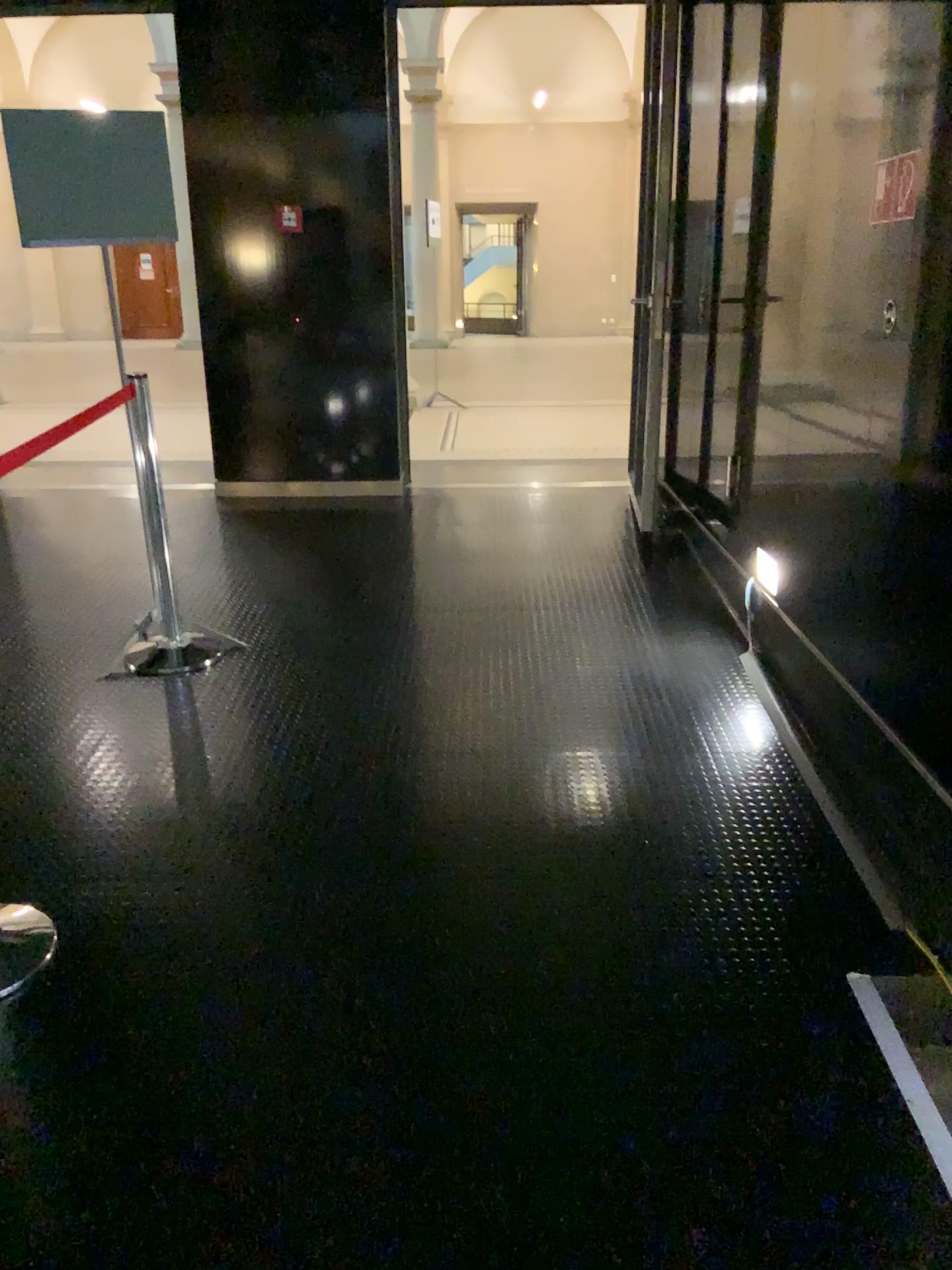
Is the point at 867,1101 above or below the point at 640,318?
below
